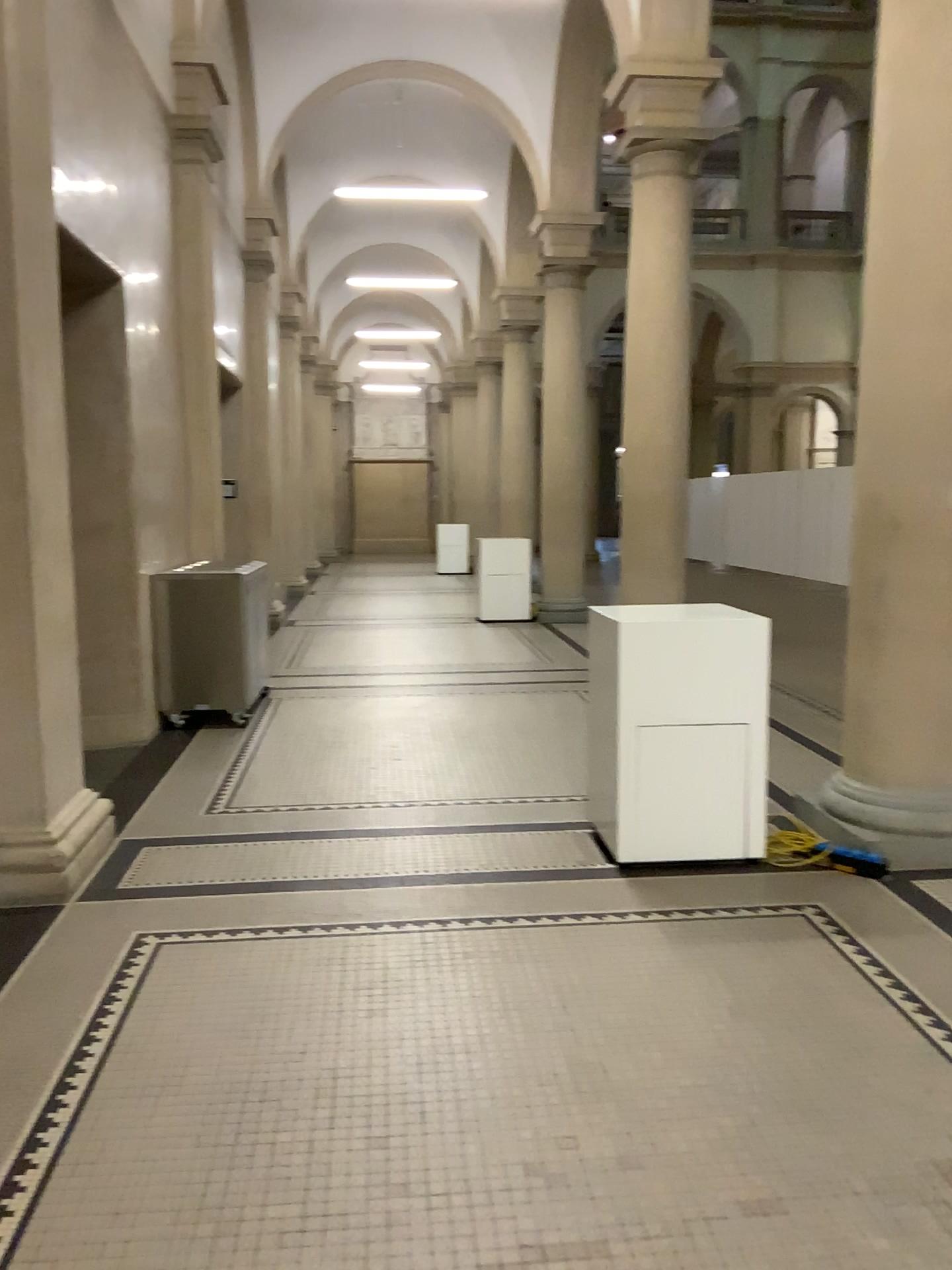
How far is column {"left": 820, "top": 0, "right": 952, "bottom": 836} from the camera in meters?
4.0 m

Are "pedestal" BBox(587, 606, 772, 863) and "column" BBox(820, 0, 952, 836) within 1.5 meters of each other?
yes

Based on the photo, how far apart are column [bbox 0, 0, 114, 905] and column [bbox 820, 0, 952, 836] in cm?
310

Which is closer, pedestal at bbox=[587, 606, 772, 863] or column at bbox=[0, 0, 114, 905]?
column at bbox=[0, 0, 114, 905]

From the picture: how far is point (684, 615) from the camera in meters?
4.1

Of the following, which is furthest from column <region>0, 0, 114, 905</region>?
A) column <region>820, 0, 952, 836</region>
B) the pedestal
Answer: column <region>820, 0, 952, 836</region>

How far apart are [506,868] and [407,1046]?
1.4m

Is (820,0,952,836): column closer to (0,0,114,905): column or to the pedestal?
the pedestal

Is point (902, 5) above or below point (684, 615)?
above

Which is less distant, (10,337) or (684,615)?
(10,337)
